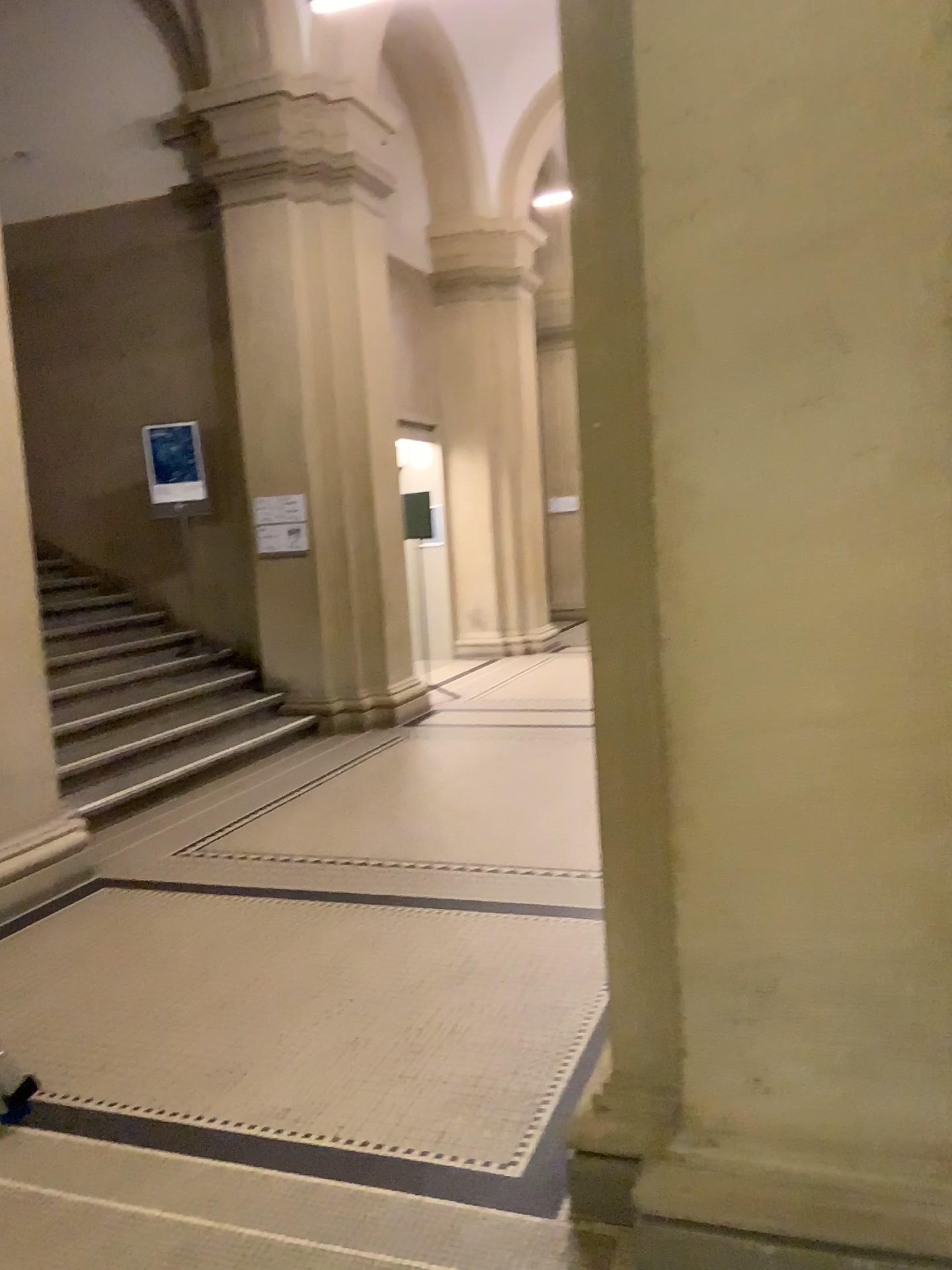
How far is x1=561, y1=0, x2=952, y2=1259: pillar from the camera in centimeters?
180cm

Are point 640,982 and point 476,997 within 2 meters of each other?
yes

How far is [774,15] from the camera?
1.80m

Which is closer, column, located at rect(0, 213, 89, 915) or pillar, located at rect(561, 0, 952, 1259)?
pillar, located at rect(561, 0, 952, 1259)

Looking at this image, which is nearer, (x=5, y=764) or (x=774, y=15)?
(x=774, y=15)

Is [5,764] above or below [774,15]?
below
